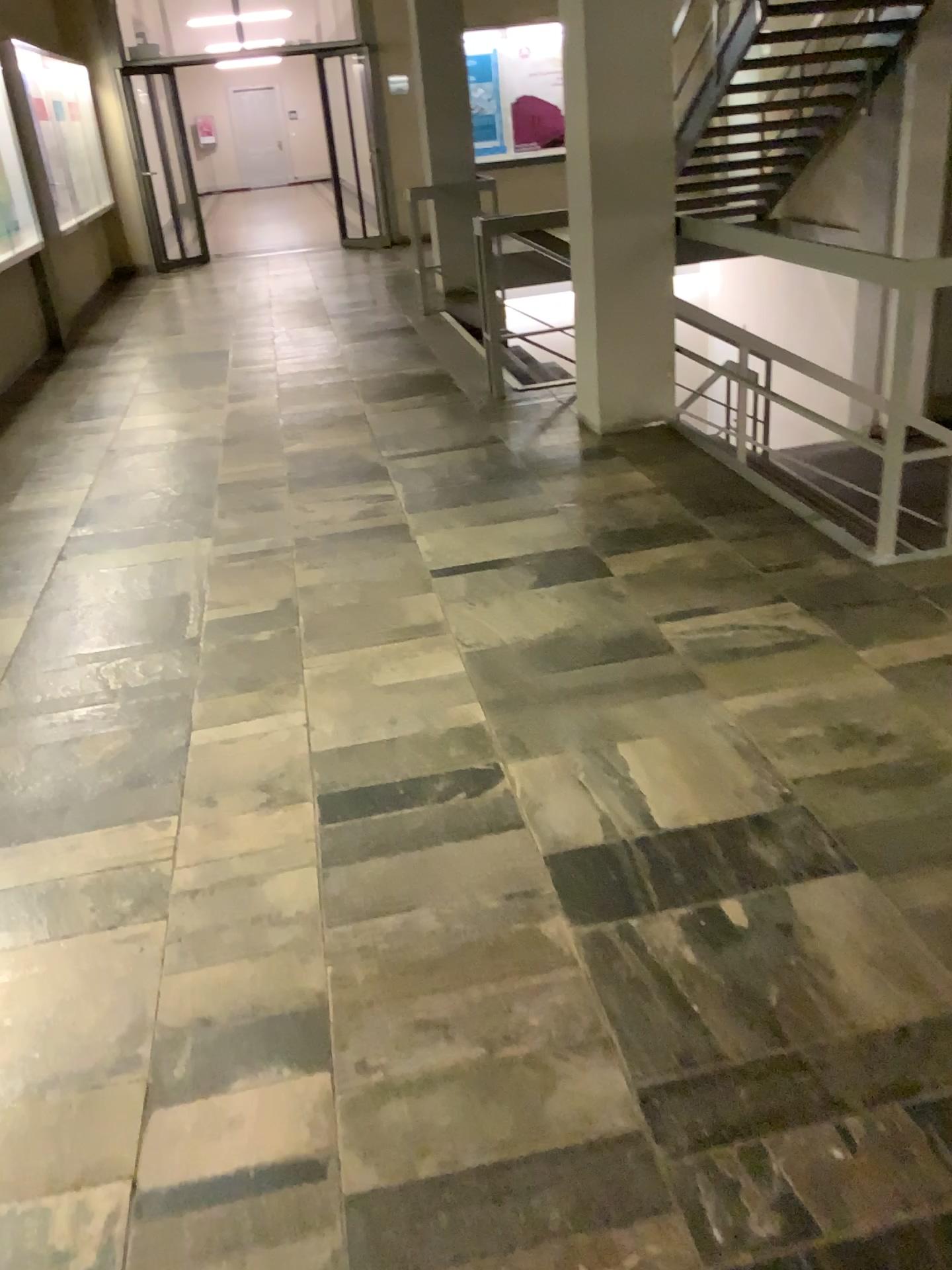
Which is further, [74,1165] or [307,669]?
[307,669]
